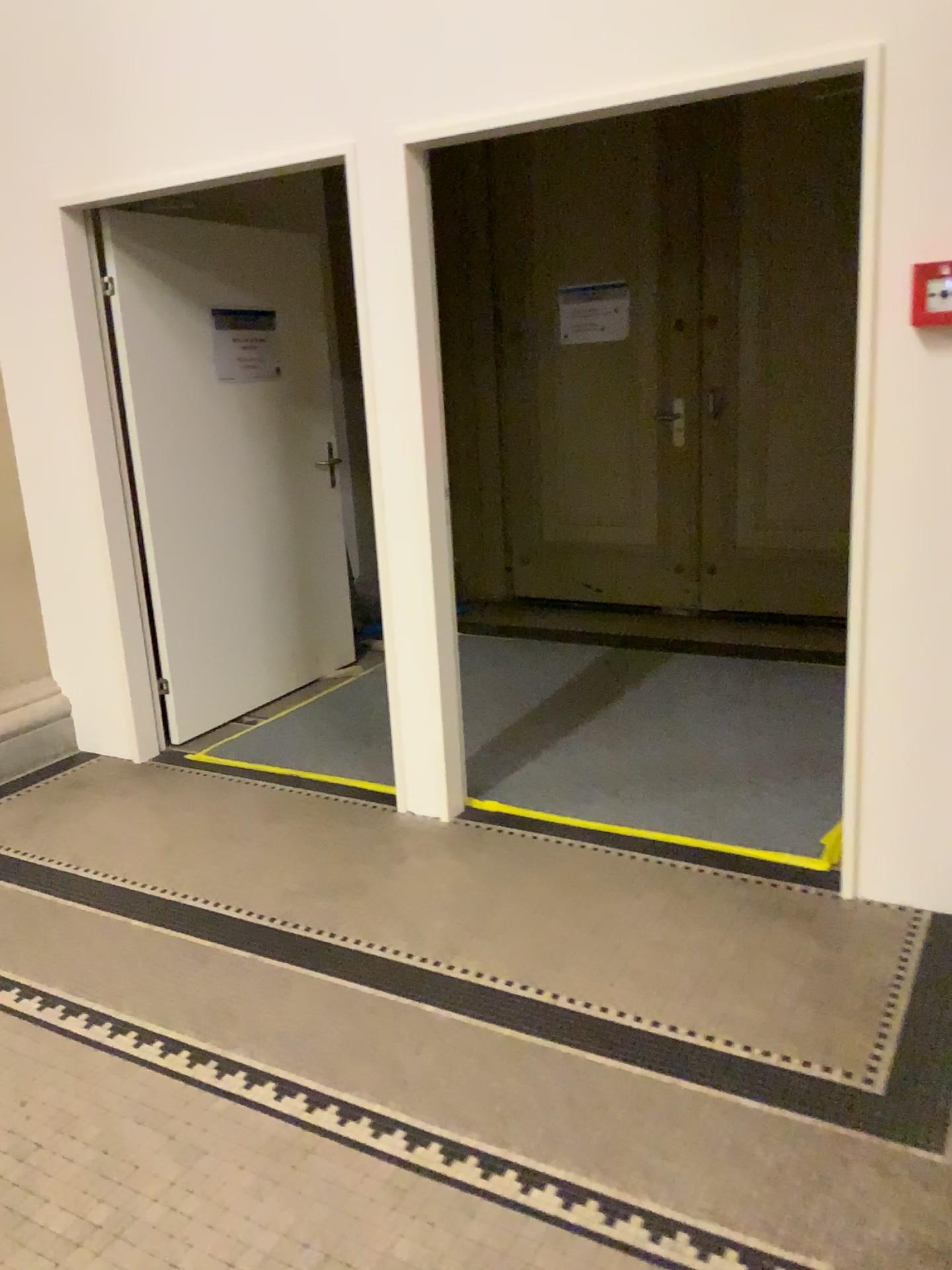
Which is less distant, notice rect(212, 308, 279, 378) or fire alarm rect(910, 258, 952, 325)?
fire alarm rect(910, 258, 952, 325)

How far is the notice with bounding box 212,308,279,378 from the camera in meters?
4.3

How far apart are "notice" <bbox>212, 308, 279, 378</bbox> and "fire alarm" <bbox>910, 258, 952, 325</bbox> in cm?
278

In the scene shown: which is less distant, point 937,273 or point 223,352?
point 937,273

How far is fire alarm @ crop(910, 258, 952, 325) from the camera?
2.3m

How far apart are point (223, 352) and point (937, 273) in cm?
283

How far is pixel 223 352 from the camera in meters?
4.3 m

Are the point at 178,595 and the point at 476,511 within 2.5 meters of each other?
yes
